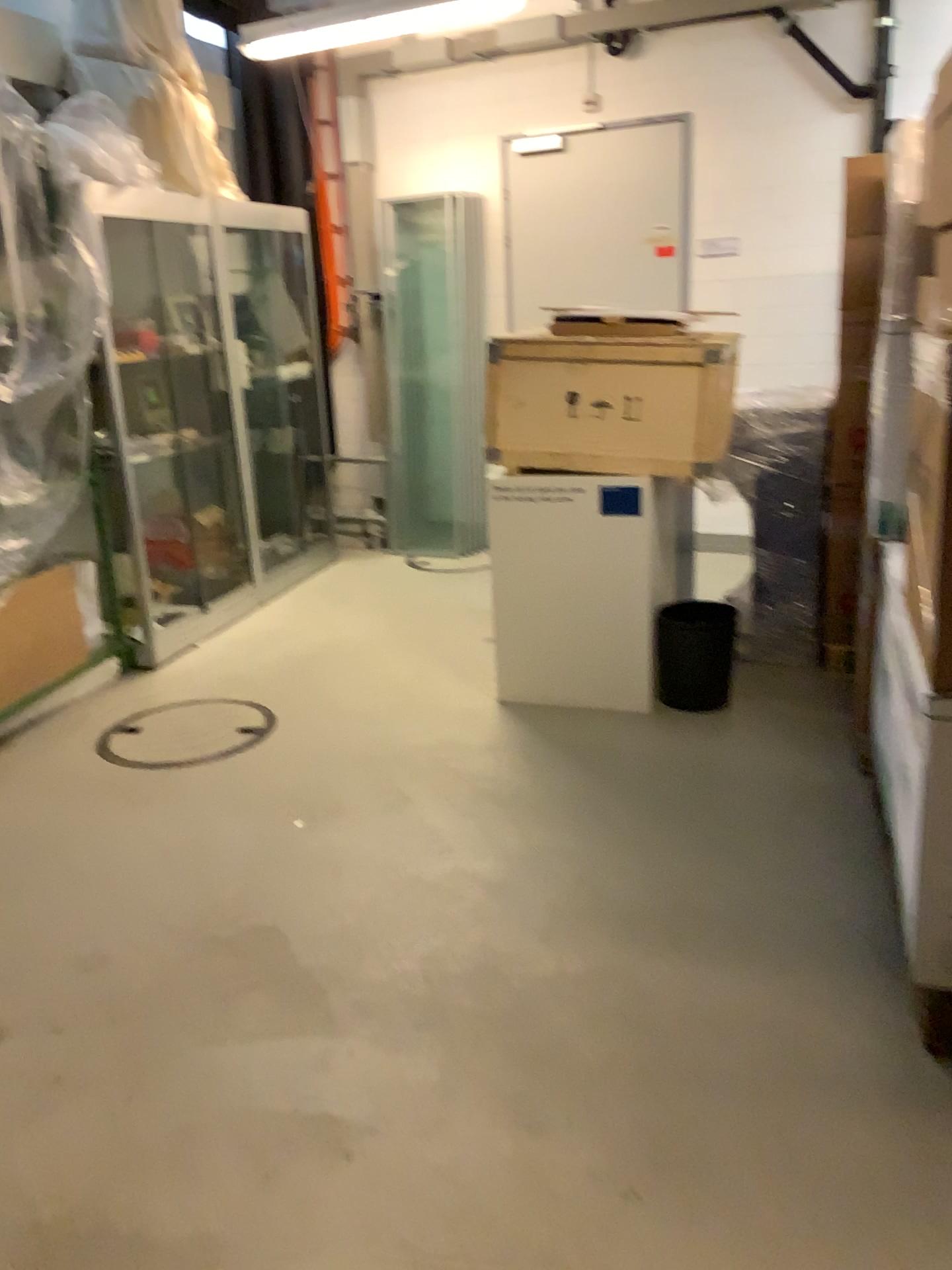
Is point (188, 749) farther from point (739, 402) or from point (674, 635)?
→ point (739, 402)

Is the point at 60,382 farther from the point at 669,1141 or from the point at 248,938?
the point at 669,1141

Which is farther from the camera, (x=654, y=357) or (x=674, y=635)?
(x=674, y=635)

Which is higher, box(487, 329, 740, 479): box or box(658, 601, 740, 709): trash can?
box(487, 329, 740, 479): box

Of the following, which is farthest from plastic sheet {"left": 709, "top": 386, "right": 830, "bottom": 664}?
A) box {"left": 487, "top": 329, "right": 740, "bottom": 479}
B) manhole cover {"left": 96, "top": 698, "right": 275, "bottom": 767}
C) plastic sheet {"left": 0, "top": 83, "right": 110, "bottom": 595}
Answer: plastic sheet {"left": 0, "top": 83, "right": 110, "bottom": 595}

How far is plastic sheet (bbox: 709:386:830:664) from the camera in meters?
4.1 m

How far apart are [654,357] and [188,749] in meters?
2.1

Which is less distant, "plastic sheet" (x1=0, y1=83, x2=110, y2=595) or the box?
the box

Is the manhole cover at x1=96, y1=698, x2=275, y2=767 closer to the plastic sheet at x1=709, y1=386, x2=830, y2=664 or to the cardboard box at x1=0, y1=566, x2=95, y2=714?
the cardboard box at x1=0, y1=566, x2=95, y2=714

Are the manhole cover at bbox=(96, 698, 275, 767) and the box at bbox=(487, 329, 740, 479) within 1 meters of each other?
no
